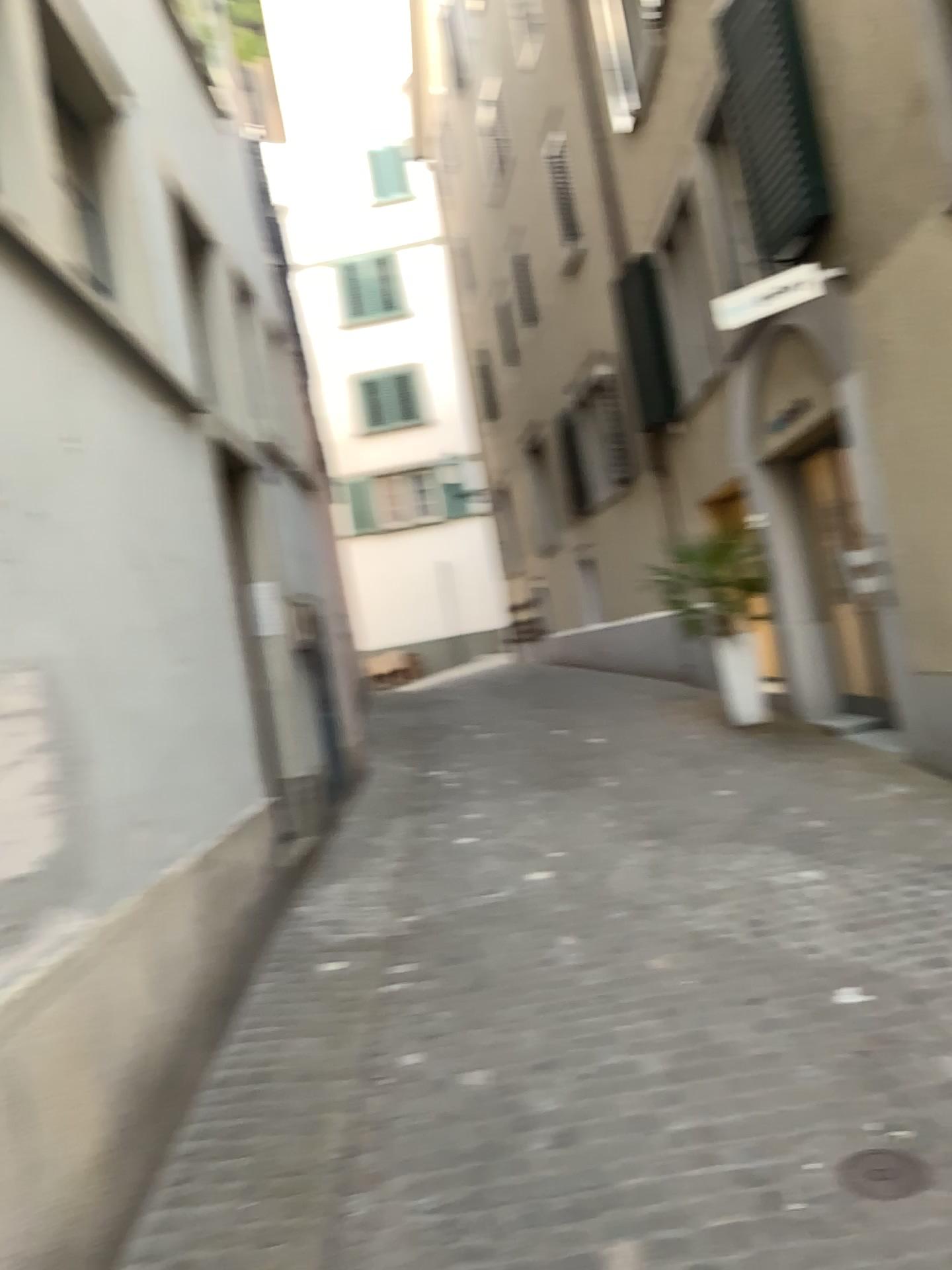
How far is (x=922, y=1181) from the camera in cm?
231

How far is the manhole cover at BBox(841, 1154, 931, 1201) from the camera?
2.3 meters

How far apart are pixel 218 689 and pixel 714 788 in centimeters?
290cm
